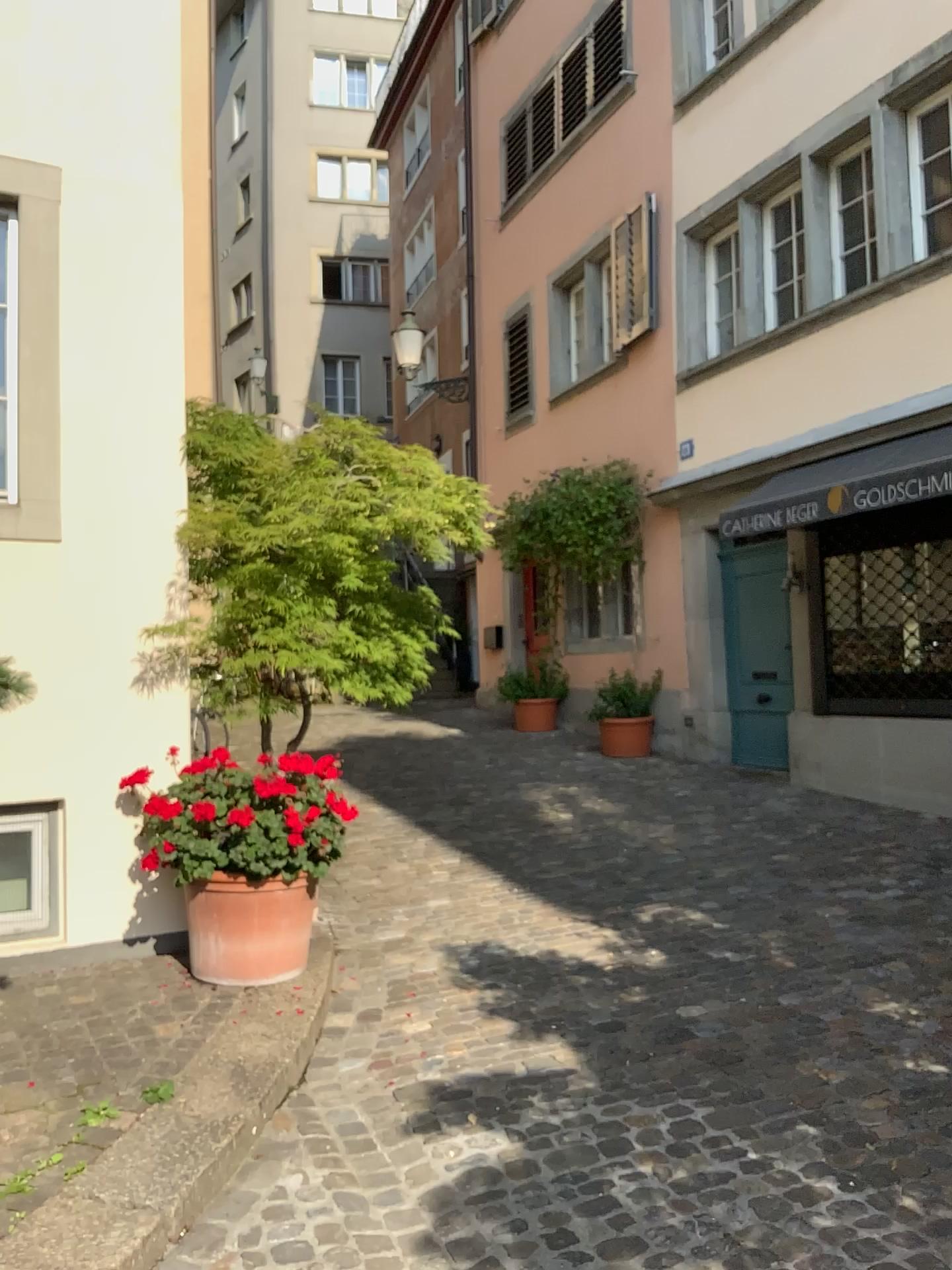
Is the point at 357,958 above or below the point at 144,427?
below

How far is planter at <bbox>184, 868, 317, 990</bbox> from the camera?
3.9m

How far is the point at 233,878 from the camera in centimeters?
394cm
